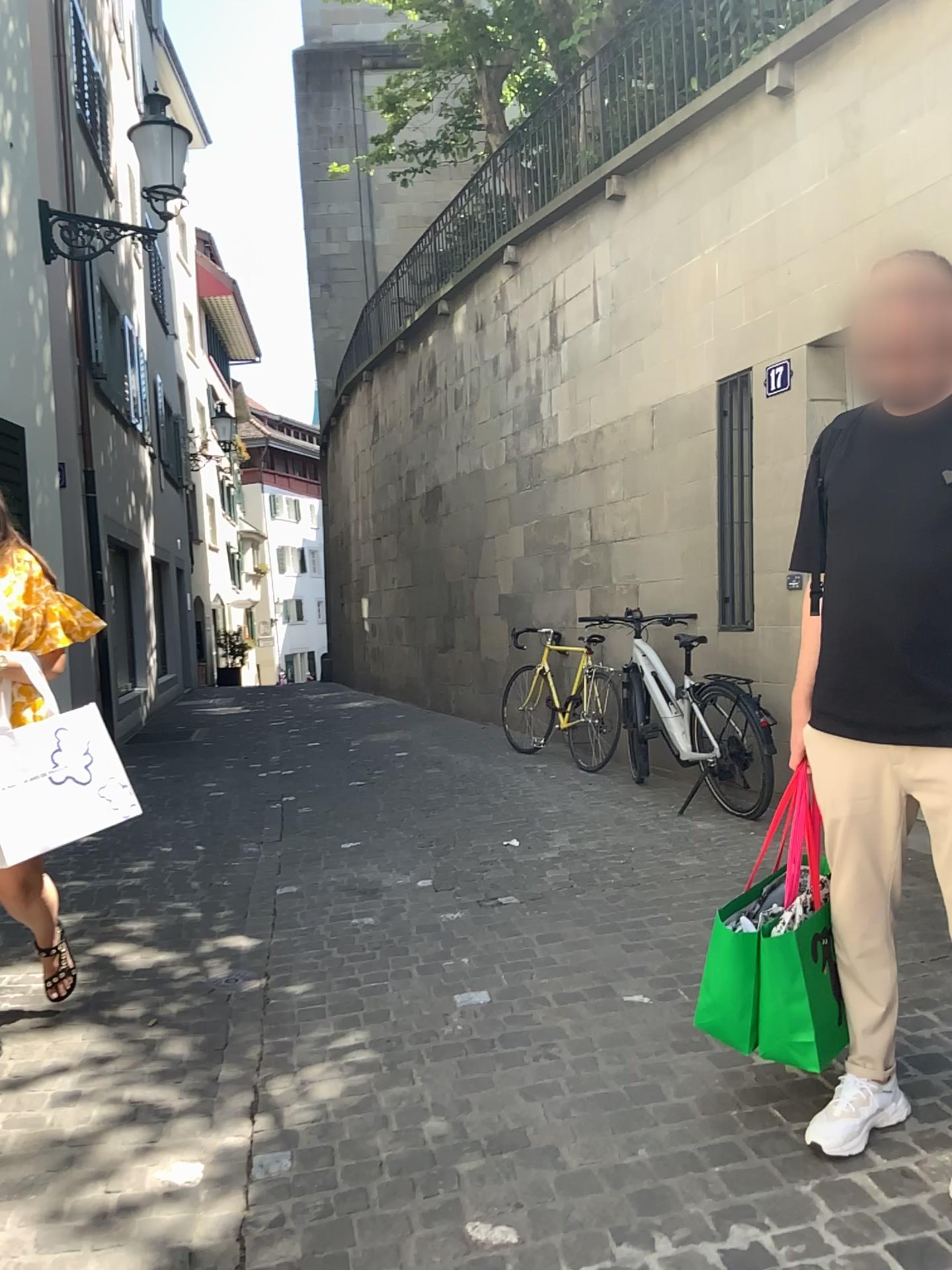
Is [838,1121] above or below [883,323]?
below

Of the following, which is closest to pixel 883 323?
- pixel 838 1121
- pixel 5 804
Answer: pixel 838 1121

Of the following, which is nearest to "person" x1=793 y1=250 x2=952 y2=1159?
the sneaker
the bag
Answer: the sneaker

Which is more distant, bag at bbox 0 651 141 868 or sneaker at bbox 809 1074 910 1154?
bag at bbox 0 651 141 868

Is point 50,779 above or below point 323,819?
above

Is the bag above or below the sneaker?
above

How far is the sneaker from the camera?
2.2 meters

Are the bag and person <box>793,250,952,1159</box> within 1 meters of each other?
no

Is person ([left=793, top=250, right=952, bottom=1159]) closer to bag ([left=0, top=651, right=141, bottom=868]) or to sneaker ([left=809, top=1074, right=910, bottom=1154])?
sneaker ([left=809, top=1074, right=910, bottom=1154])

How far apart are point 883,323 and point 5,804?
2.5m
